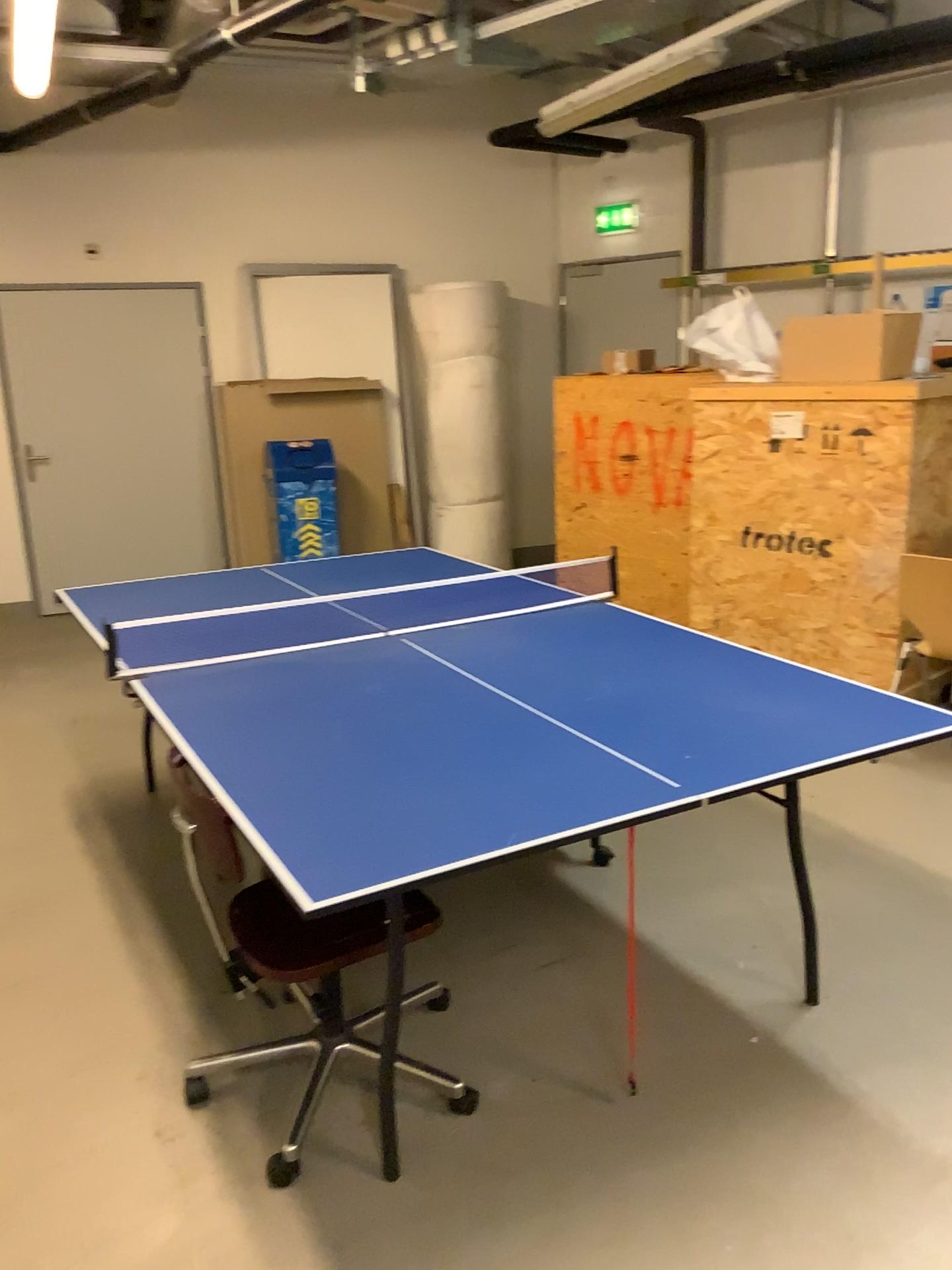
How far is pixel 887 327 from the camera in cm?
404

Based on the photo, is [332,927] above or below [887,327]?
below

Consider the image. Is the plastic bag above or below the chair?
above

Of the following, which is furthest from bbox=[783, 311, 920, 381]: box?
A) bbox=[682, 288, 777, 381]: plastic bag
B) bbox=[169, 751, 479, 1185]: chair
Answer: bbox=[169, 751, 479, 1185]: chair

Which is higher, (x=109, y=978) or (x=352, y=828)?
(x=352, y=828)

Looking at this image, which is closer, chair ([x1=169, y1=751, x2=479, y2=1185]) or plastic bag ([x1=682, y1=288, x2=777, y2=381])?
chair ([x1=169, y1=751, x2=479, y2=1185])

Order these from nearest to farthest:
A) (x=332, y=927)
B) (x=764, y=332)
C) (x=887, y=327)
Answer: (x=332, y=927) → (x=887, y=327) → (x=764, y=332)

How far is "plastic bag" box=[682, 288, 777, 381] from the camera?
4.4m

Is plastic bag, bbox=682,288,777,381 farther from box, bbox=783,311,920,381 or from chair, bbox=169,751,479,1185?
chair, bbox=169,751,479,1185

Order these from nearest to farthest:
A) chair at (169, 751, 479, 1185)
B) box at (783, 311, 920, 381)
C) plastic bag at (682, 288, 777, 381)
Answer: chair at (169, 751, 479, 1185)
box at (783, 311, 920, 381)
plastic bag at (682, 288, 777, 381)
